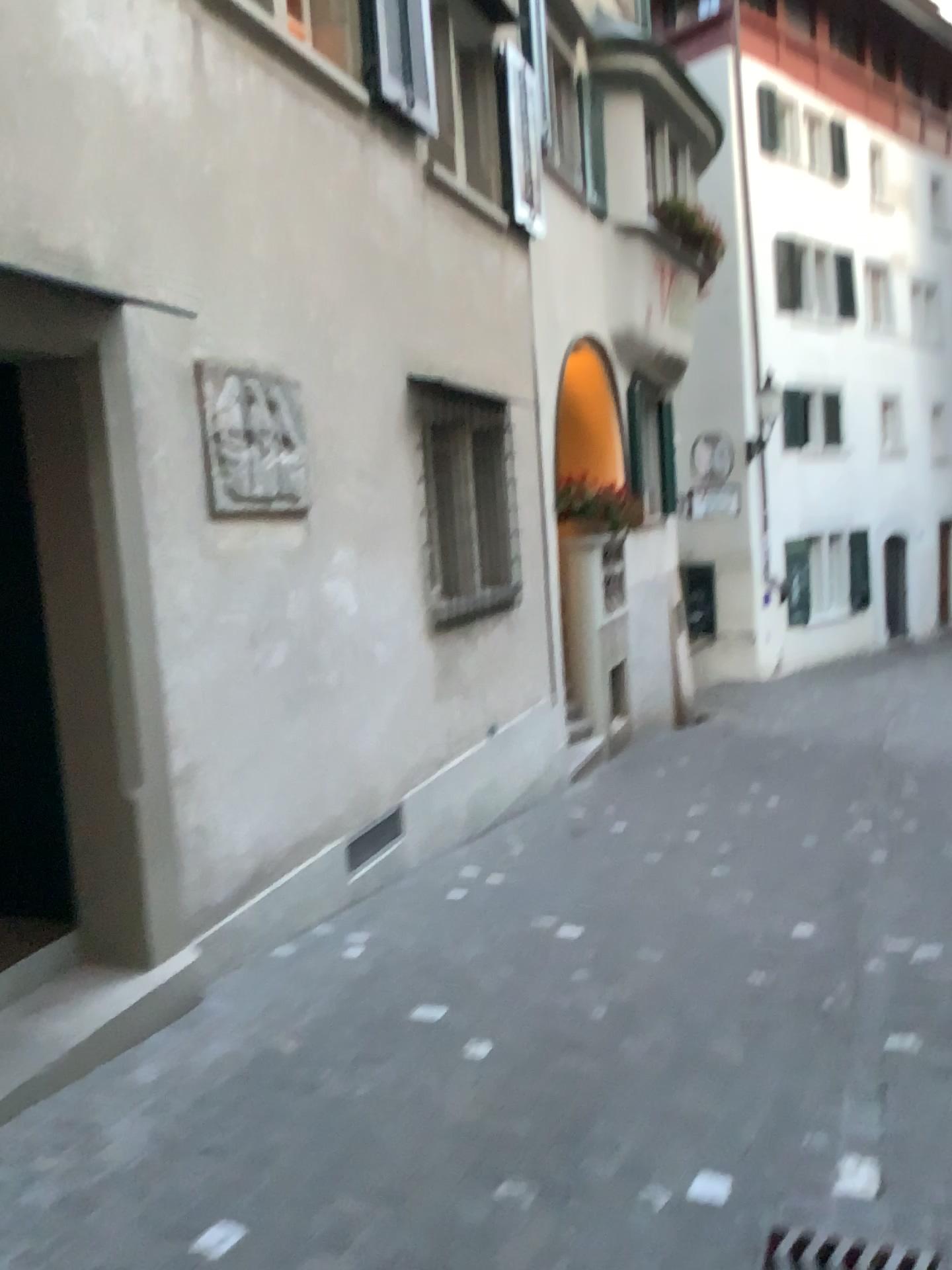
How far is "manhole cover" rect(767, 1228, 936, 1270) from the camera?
2.37m

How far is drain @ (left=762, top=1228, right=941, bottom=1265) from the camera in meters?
2.4

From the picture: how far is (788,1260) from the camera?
2.4 meters

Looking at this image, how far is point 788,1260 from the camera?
2.4m

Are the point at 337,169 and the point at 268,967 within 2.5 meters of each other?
no
